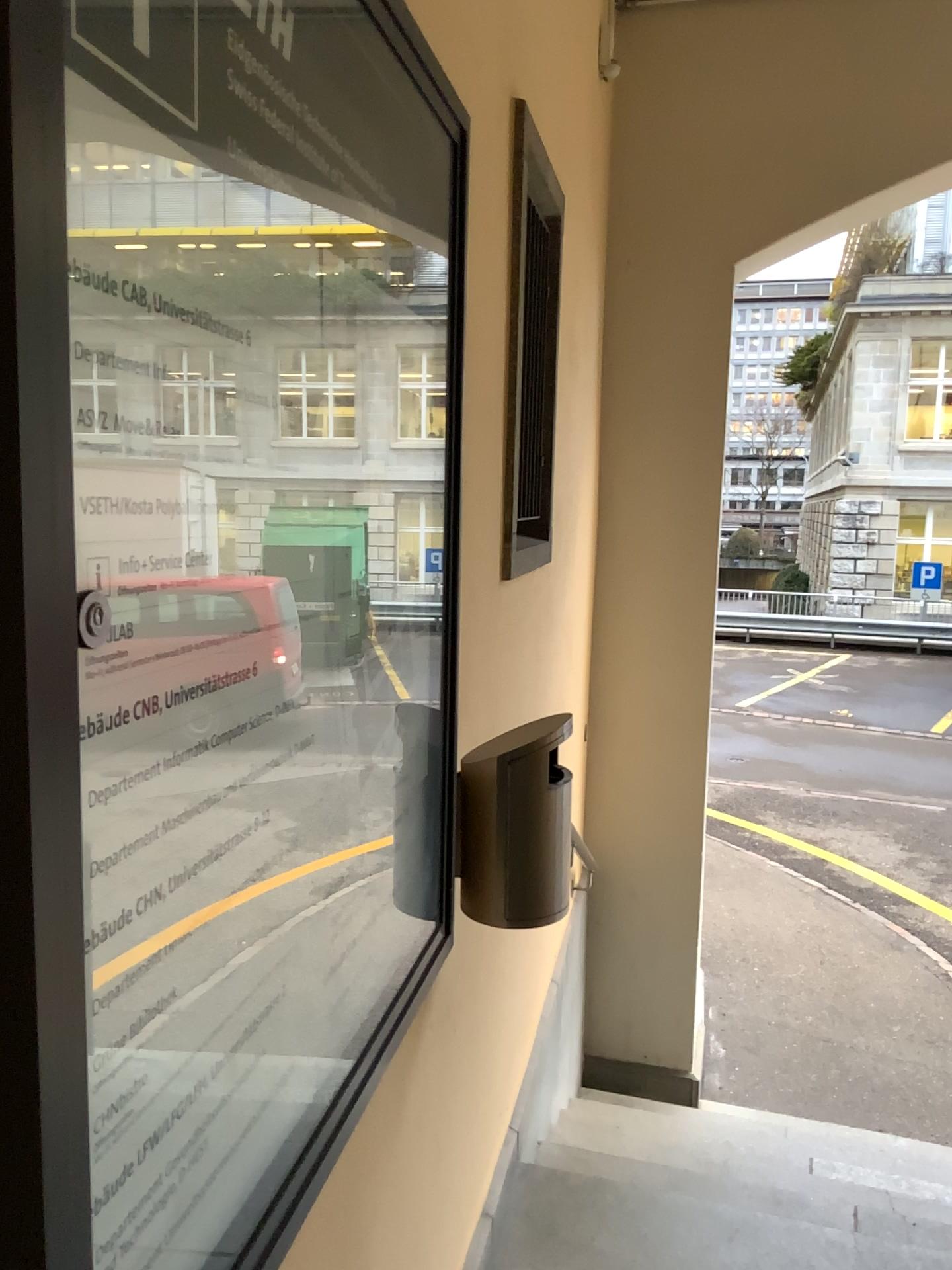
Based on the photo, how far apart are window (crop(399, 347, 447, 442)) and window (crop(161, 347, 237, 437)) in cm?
46

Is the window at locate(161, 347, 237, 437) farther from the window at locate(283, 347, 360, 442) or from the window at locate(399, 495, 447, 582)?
the window at locate(399, 495, 447, 582)

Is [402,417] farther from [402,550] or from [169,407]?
[169,407]

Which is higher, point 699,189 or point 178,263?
point 699,189

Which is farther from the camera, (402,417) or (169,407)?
(402,417)

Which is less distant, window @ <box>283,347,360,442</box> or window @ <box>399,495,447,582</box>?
window @ <box>283,347,360,442</box>

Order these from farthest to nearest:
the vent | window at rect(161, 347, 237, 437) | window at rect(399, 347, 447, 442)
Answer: the vent → window at rect(399, 347, 447, 442) → window at rect(161, 347, 237, 437)

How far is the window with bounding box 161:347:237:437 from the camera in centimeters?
68cm

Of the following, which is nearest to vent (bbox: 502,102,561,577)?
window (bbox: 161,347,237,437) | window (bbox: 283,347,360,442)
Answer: window (bbox: 283,347,360,442)

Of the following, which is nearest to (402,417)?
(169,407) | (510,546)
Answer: (169,407)
